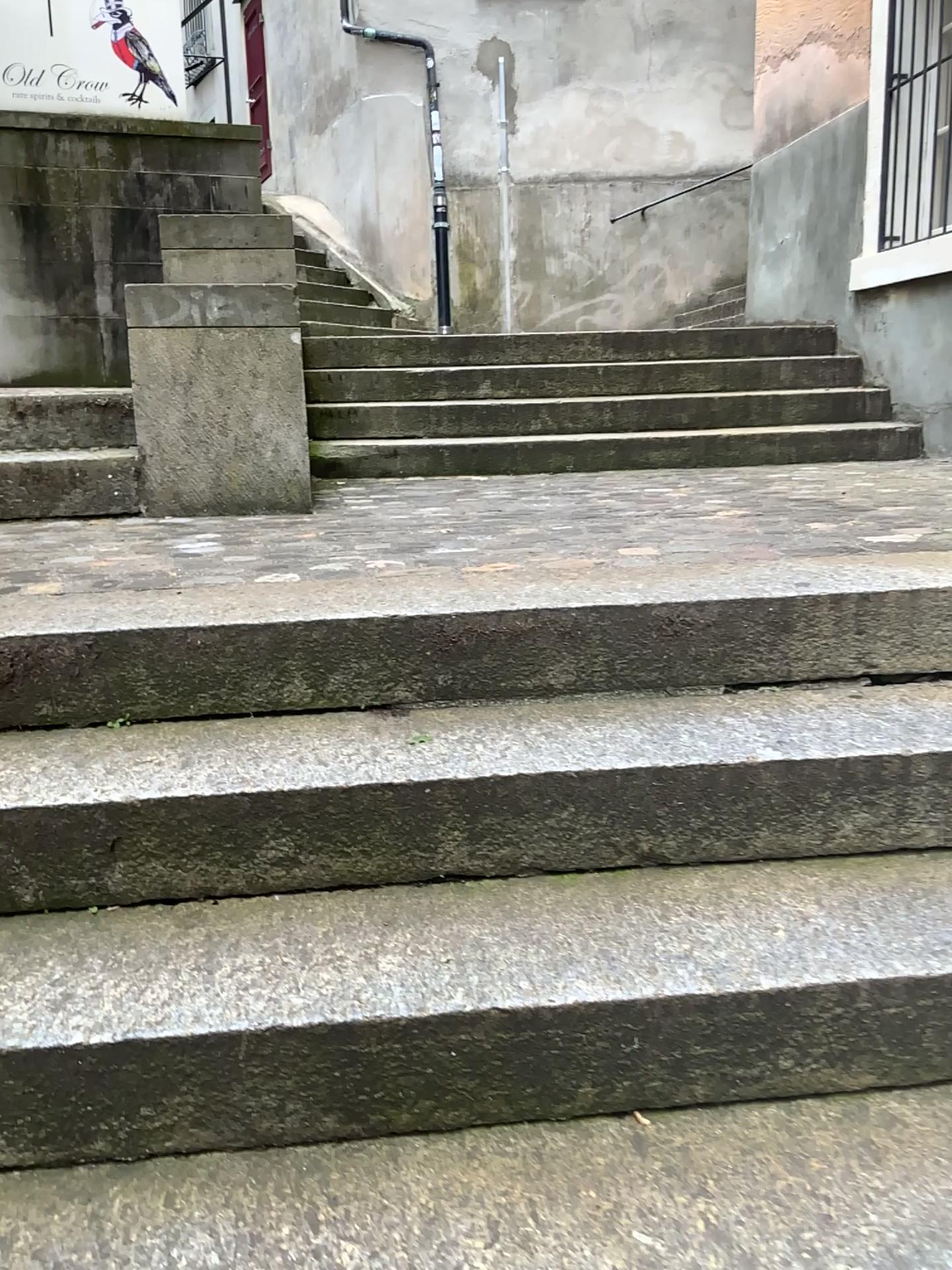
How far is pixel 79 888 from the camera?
1.51m
